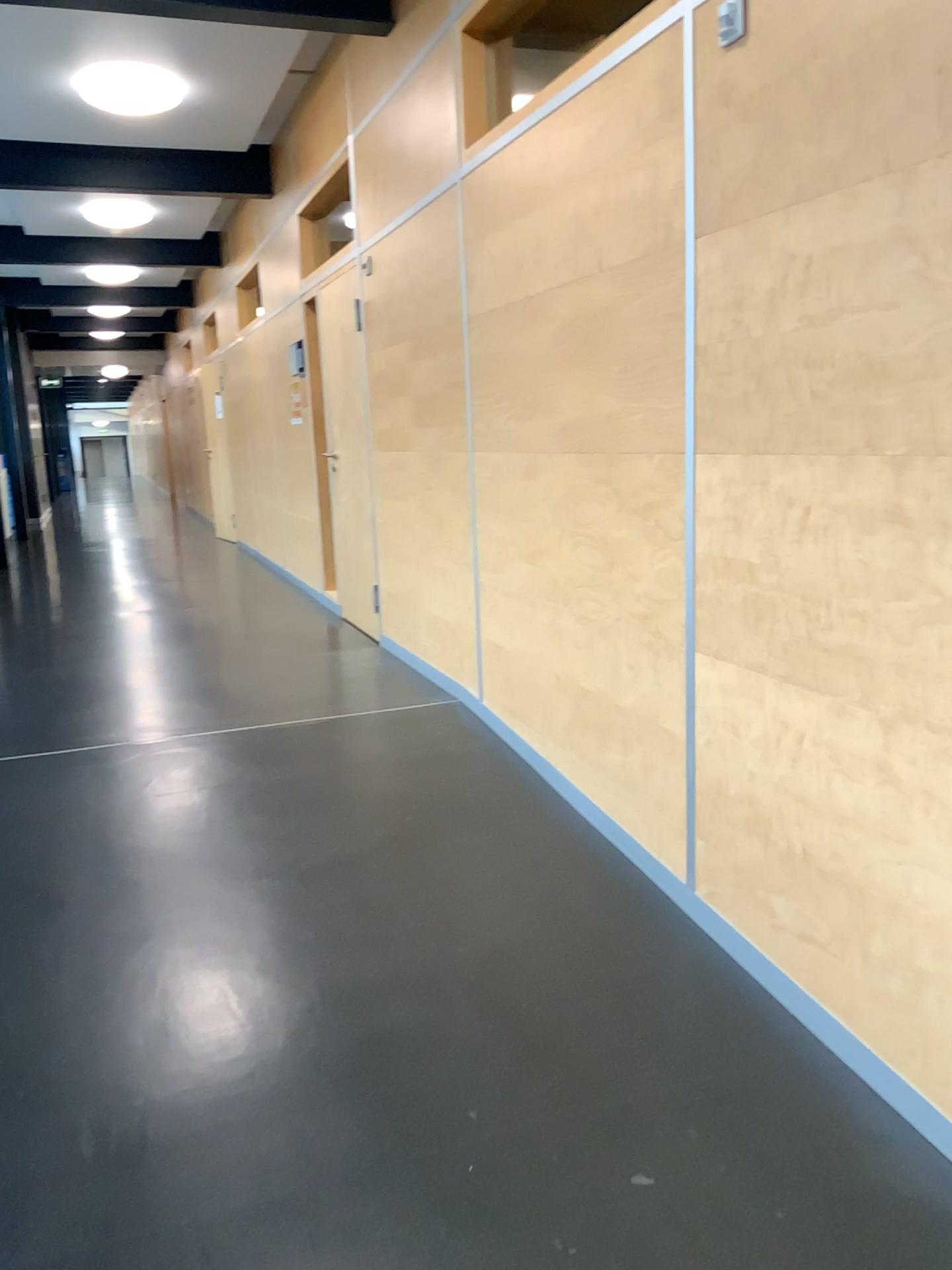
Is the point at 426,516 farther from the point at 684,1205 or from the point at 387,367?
the point at 684,1205
